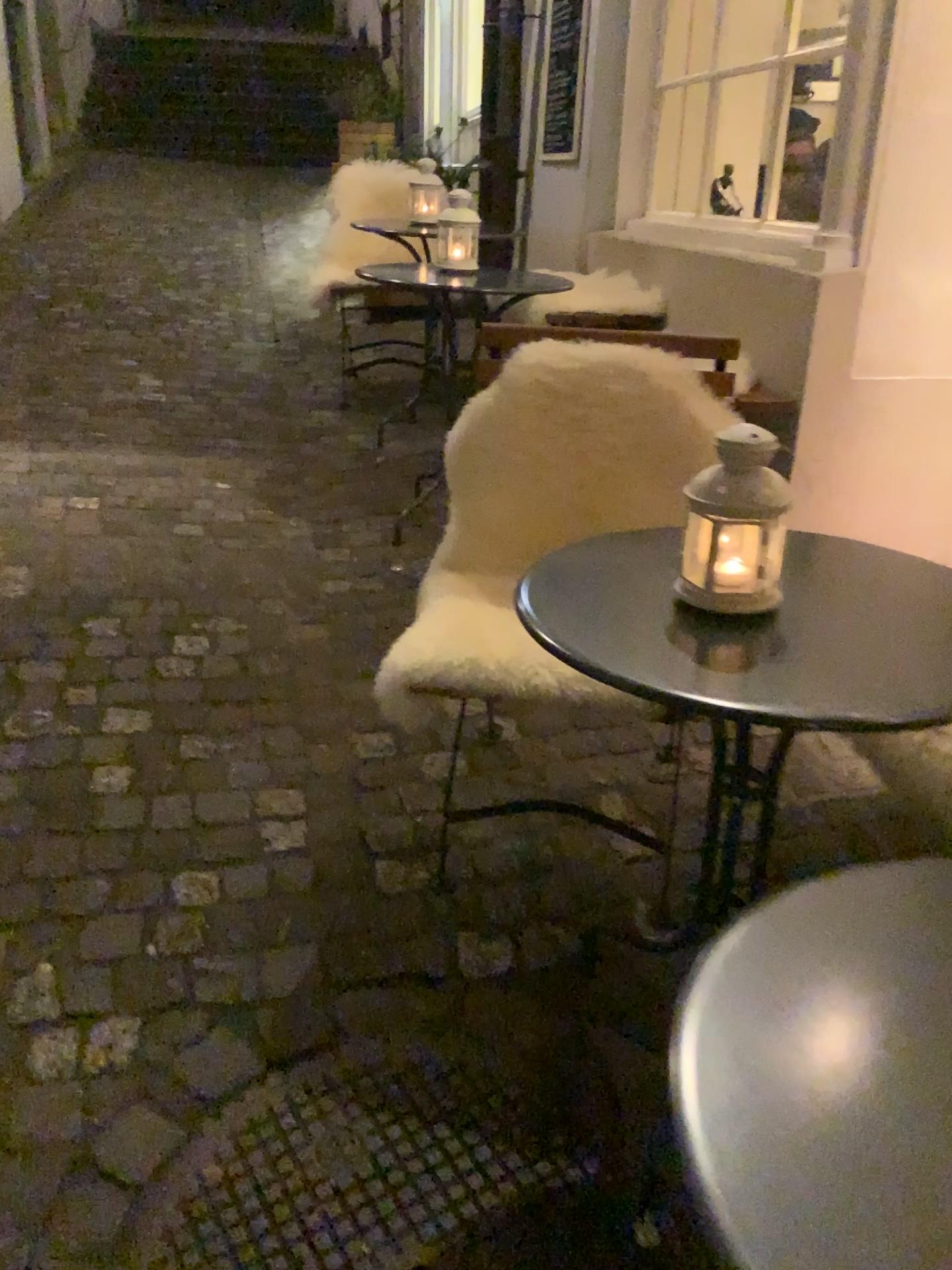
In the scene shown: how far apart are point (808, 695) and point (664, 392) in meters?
0.9

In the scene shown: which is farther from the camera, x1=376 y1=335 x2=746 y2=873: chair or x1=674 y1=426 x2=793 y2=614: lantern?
x1=376 y1=335 x2=746 y2=873: chair

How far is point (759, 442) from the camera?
1.1 meters

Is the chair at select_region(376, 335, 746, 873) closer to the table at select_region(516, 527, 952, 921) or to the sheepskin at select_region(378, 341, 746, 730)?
the sheepskin at select_region(378, 341, 746, 730)

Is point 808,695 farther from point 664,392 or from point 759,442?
point 664,392

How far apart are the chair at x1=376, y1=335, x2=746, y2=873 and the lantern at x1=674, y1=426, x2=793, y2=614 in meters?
0.6

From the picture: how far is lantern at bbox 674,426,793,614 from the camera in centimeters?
113cm

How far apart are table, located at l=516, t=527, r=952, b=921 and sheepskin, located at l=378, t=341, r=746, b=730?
0.33m

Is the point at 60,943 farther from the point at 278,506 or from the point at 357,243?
the point at 357,243

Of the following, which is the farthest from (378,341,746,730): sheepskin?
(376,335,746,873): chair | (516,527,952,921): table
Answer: (516,527,952,921): table
